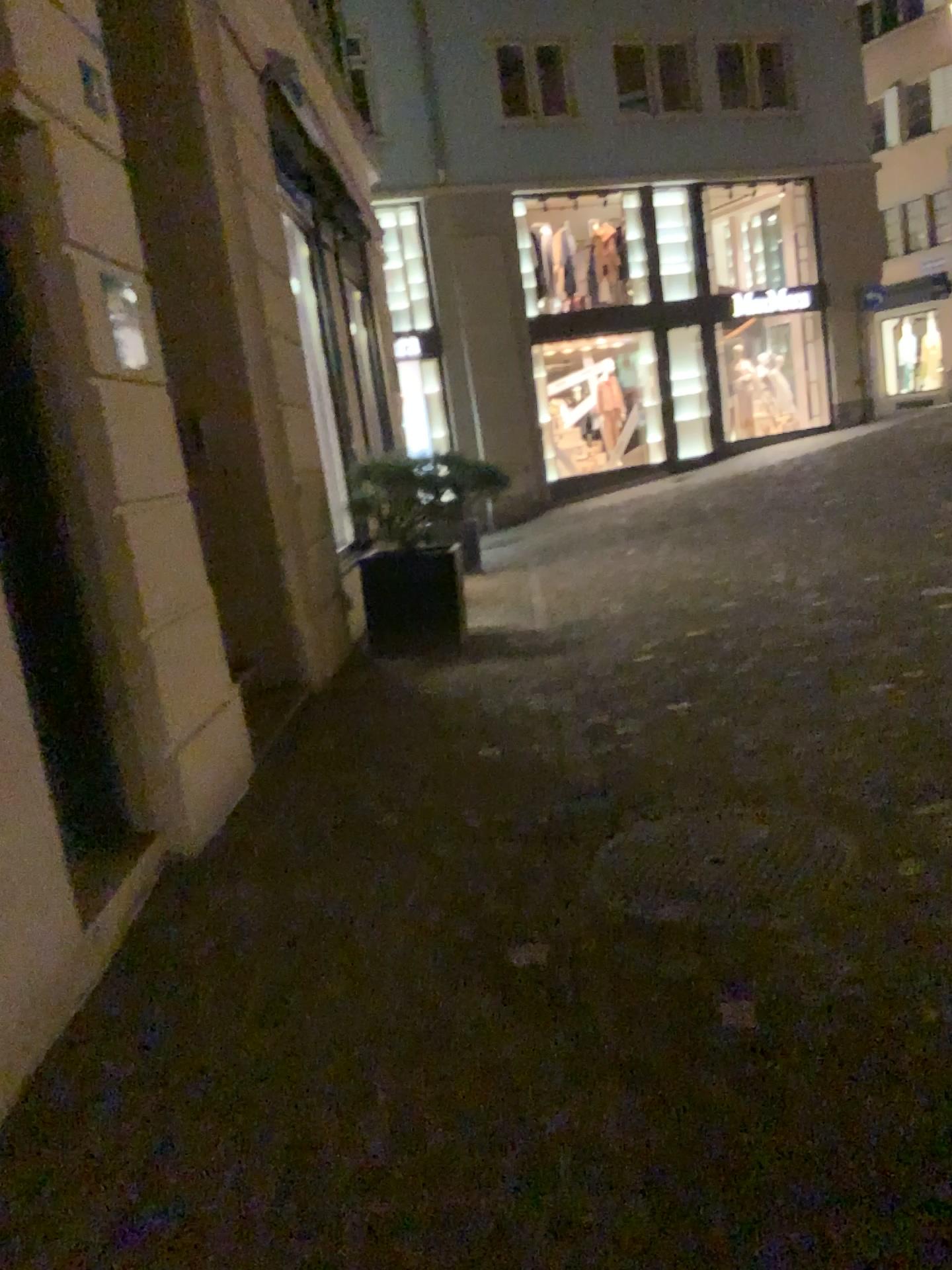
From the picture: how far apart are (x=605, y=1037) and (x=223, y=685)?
2.10m
